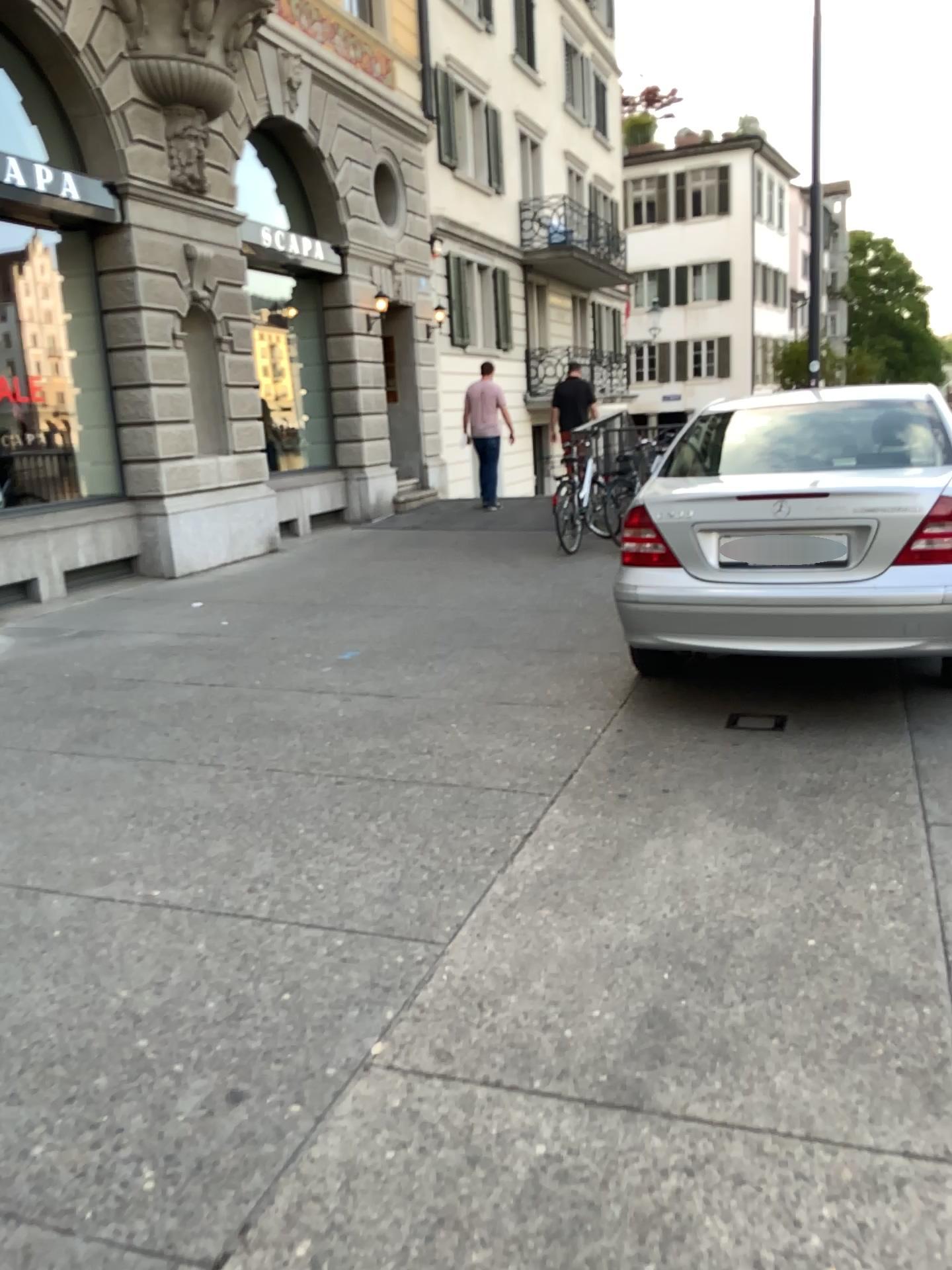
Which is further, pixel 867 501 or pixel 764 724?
pixel 764 724

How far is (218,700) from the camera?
5.2 meters

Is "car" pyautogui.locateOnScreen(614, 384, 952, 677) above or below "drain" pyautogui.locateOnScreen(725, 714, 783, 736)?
above

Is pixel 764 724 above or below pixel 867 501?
below

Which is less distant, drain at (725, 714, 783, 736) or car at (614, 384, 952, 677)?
car at (614, 384, 952, 677)
